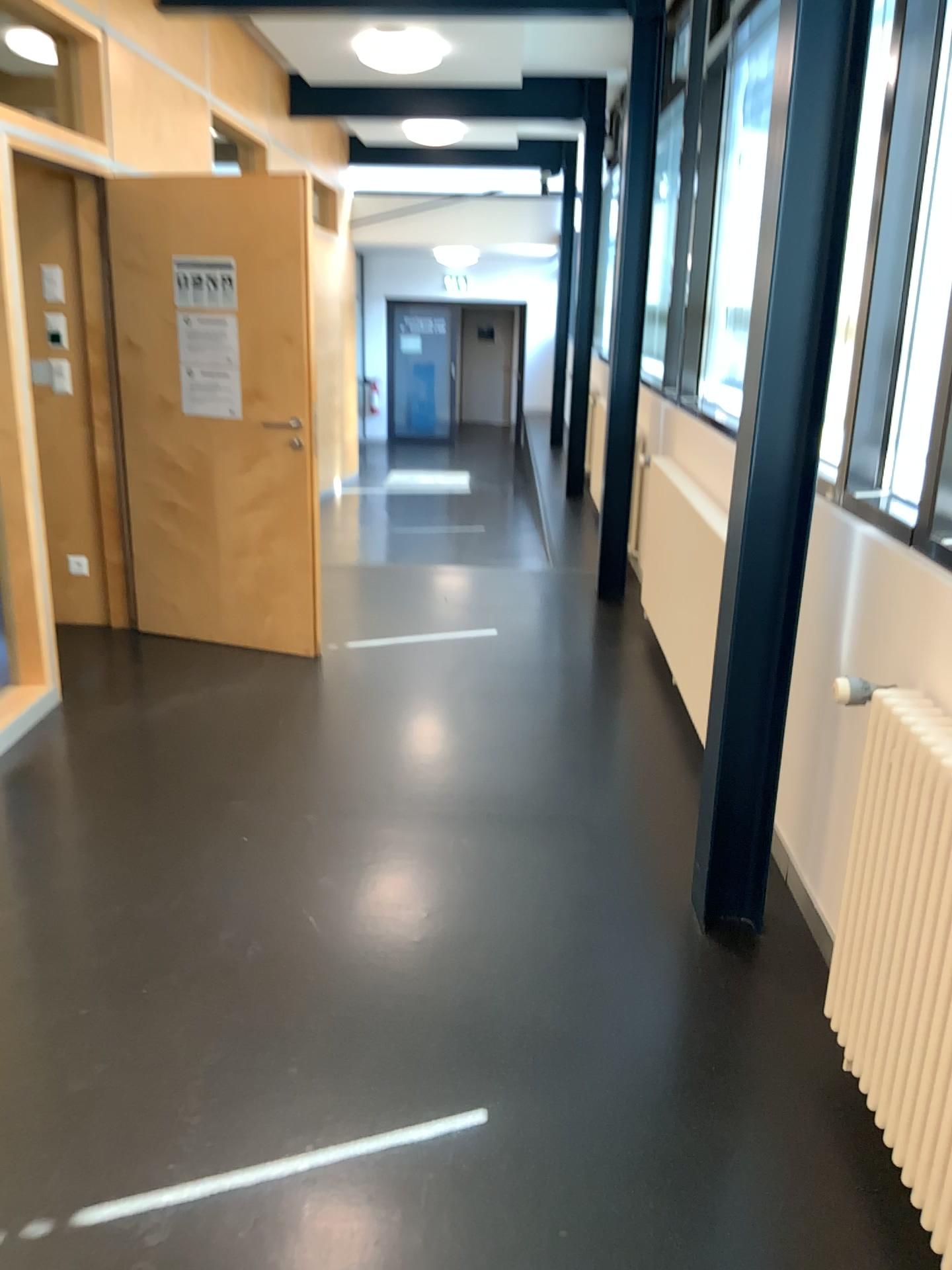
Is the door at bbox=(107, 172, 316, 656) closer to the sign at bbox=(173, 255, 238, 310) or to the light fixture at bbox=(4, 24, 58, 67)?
the sign at bbox=(173, 255, 238, 310)

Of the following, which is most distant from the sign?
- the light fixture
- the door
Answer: the light fixture

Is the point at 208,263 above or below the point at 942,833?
above

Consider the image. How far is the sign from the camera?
4.47m

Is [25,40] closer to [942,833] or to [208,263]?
[208,263]

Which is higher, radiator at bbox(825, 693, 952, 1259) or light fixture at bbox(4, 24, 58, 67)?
light fixture at bbox(4, 24, 58, 67)

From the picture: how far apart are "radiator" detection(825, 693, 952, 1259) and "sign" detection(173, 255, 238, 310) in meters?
3.4 m

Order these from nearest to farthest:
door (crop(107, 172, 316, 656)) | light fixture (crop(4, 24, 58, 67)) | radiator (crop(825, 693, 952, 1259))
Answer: radiator (crop(825, 693, 952, 1259)), light fixture (crop(4, 24, 58, 67)), door (crop(107, 172, 316, 656))

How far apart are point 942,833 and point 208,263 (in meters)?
3.79

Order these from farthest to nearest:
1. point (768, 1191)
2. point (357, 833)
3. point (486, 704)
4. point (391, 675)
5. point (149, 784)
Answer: point (391, 675) → point (486, 704) → point (149, 784) → point (357, 833) → point (768, 1191)
